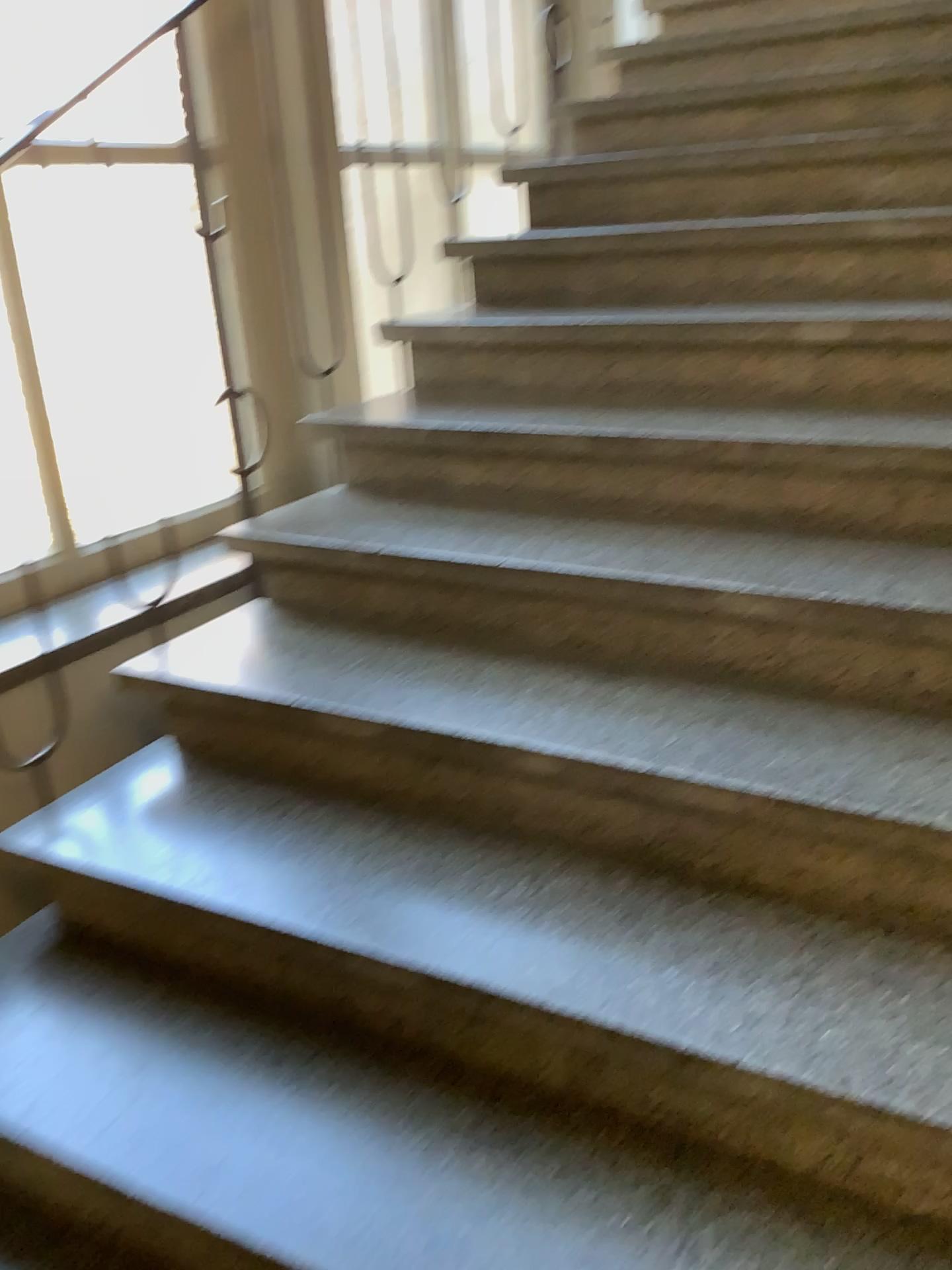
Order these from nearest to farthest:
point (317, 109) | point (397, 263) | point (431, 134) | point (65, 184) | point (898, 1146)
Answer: point (898, 1146)
point (65, 184)
point (317, 109)
point (397, 263)
point (431, 134)
